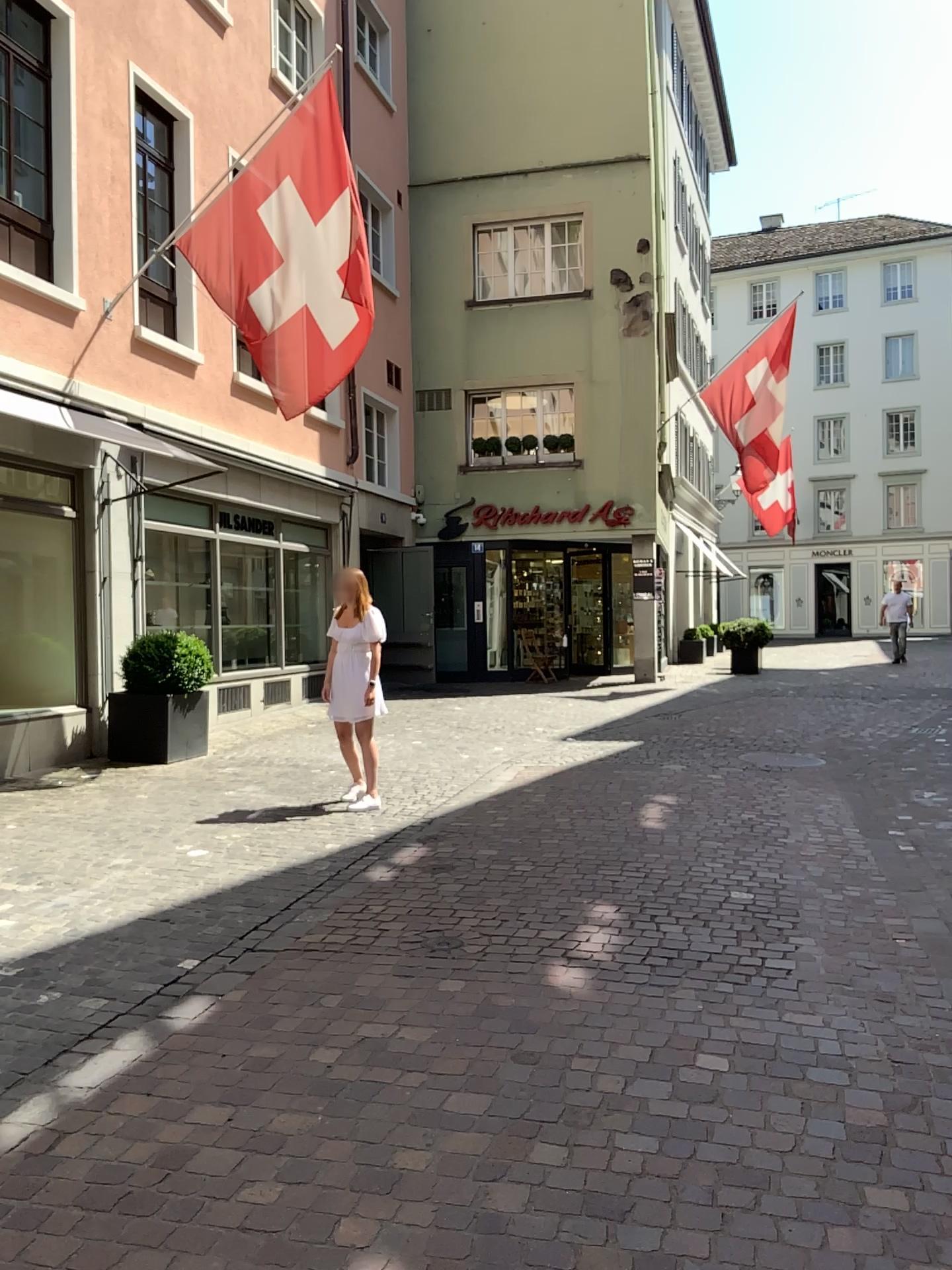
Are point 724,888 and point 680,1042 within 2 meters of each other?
yes
